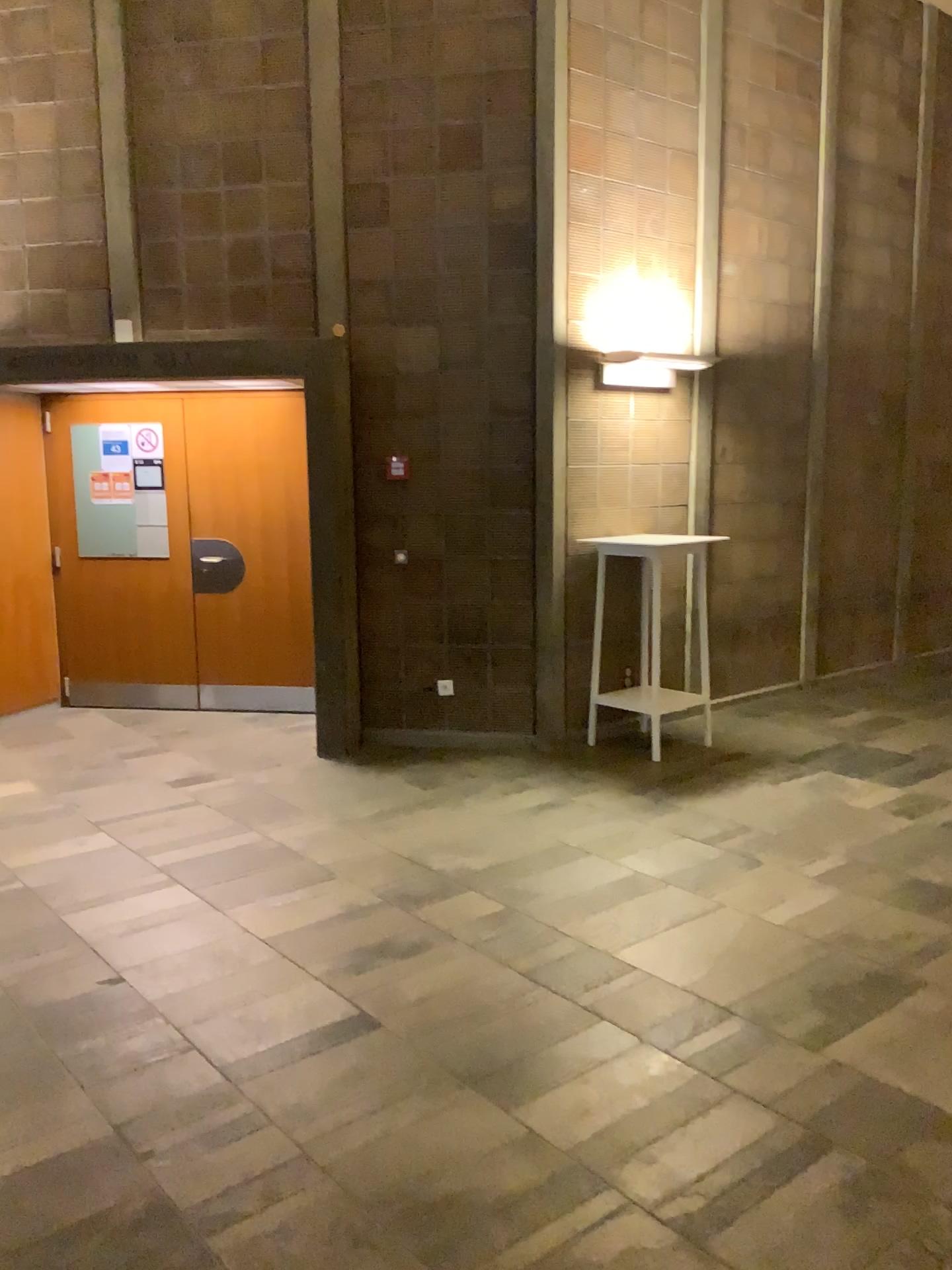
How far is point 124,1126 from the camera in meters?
2.5 m
